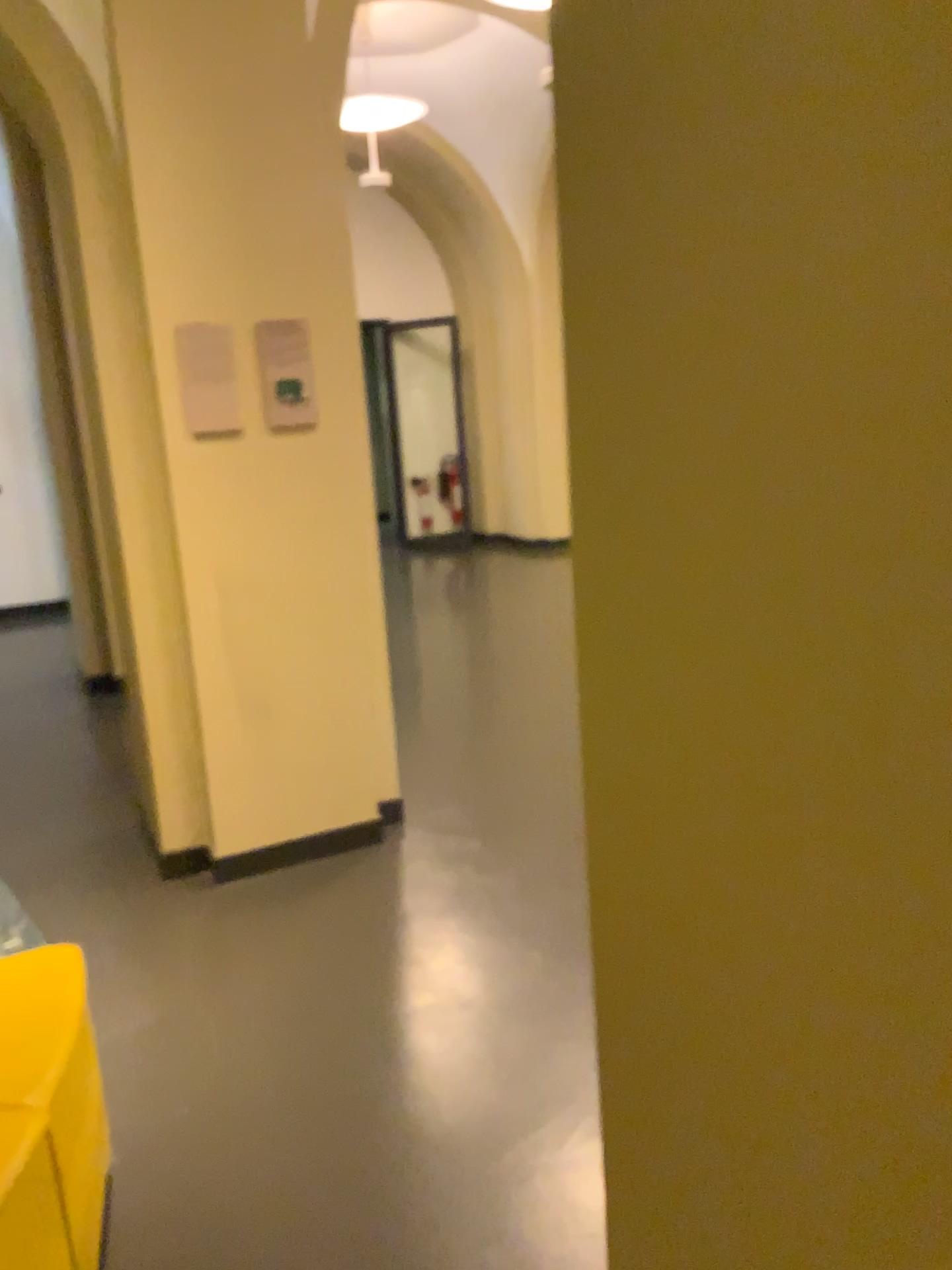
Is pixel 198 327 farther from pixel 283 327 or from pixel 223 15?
pixel 223 15

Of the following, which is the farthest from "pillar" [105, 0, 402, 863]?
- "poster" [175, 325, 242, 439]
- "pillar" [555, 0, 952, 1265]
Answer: "pillar" [555, 0, 952, 1265]

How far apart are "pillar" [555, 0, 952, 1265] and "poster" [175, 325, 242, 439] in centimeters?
262cm

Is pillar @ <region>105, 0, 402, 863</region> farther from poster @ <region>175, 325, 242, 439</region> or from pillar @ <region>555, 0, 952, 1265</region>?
pillar @ <region>555, 0, 952, 1265</region>

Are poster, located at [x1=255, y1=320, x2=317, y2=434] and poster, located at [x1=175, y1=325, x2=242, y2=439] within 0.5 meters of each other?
yes

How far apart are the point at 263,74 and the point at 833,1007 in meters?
3.2 m

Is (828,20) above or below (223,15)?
below

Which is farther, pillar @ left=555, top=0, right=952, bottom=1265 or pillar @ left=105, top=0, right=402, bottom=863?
pillar @ left=105, top=0, right=402, bottom=863

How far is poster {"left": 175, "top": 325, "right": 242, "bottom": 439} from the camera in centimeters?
308cm

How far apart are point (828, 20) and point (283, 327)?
2.9m
